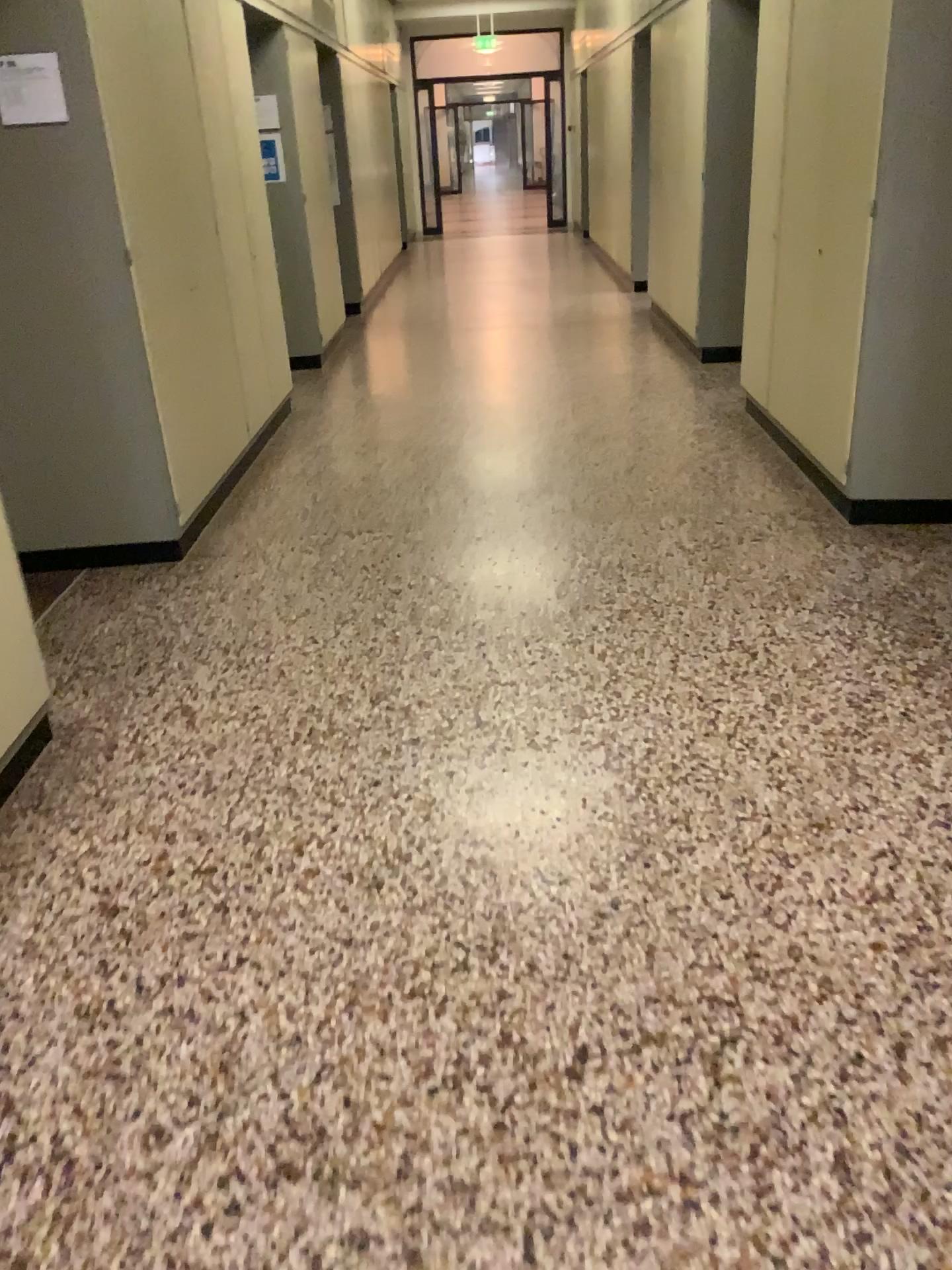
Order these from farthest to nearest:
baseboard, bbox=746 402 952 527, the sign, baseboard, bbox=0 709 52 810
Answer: baseboard, bbox=746 402 952 527 < the sign < baseboard, bbox=0 709 52 810

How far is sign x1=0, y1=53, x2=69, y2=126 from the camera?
3.4 meters

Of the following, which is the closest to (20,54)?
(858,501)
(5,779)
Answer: (5,779)

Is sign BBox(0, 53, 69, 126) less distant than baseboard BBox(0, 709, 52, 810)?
No

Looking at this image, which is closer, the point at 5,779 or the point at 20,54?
the point at 5,779

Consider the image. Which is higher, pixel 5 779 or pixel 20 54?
pixel 20 54

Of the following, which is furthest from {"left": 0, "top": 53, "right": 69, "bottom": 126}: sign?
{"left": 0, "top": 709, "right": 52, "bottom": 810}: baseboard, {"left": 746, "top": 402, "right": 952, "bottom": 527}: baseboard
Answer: {"left": 746, "top": 402, "right": 952, "bottom": 527}: baseboard

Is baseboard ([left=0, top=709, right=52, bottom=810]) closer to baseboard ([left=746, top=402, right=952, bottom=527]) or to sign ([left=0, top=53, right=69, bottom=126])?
sign ([left=0, top=53, right=69, bottom=126])

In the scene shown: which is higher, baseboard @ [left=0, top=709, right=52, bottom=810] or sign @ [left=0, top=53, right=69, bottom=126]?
sign @ [left=0, top=53, right=69, bottom=126]

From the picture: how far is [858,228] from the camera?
3.7 meters
